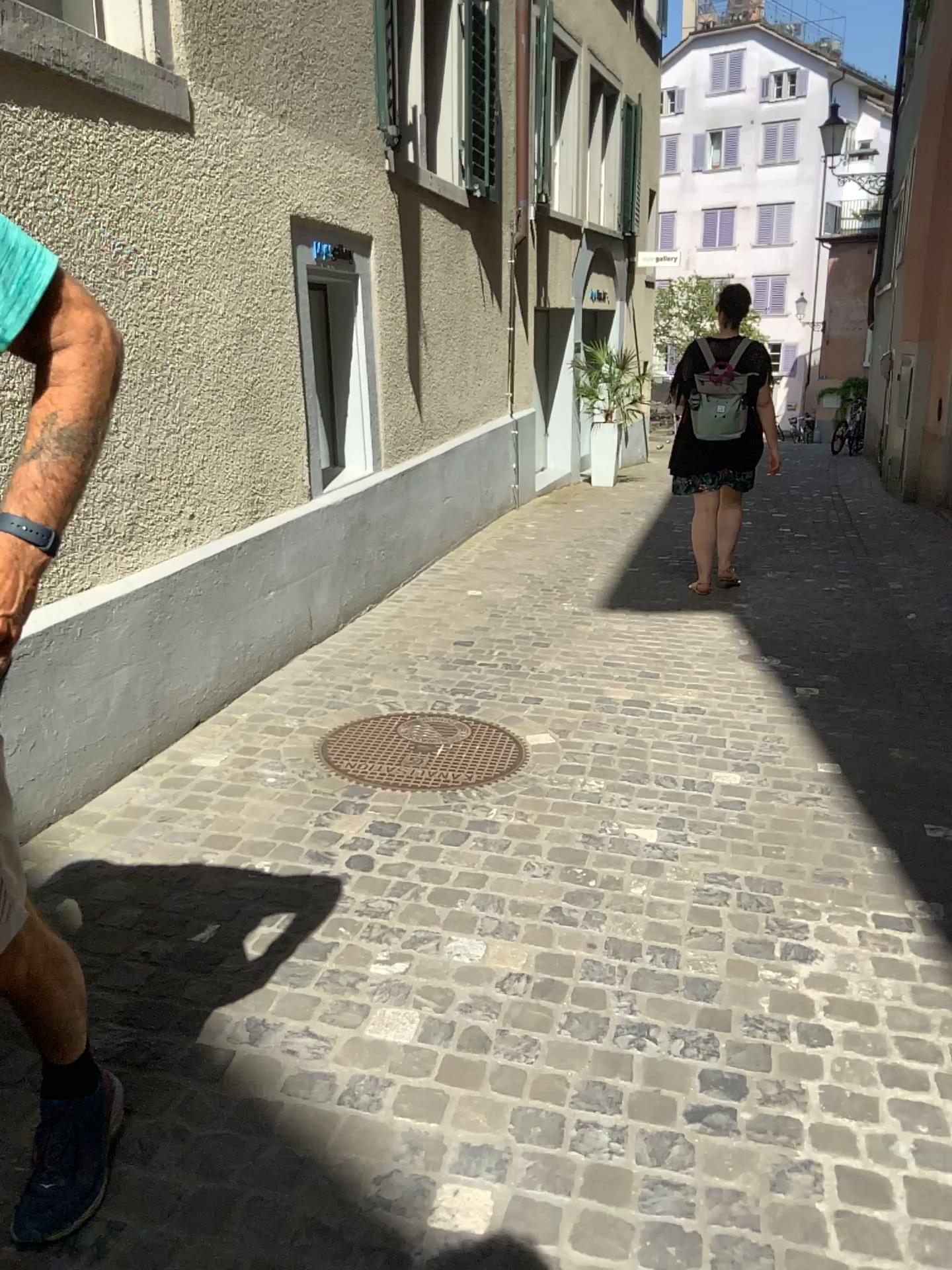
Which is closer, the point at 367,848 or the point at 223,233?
the point at 367,848

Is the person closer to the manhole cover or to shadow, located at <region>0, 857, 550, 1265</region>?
shadow, located at <region>0, 857, 550, 1265</region>

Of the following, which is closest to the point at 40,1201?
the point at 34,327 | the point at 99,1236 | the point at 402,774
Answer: the point at 99,1236

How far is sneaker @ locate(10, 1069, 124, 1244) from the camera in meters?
1.6

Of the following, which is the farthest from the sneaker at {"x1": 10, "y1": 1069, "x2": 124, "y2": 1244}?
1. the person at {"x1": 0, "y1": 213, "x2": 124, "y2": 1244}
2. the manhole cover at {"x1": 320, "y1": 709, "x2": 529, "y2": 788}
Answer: the manhole cover at {"x1": 320, "y1": 709, "x2": 529, "y2": 788}

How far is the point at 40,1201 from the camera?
1.61m

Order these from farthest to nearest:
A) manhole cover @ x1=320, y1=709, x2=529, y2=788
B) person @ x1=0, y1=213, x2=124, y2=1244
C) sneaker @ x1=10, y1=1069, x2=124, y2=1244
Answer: manhole cover @ x1=320, y1=709, x2=529, y2=788 → sneaker @ x1=10, y1=1069, x2=124, y2=1244 → person @ x1=0, y1=213, x2=124, y2=1244

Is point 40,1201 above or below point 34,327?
below

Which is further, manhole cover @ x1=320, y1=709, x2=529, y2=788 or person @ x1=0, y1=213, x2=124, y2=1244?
manhole cover @ x1=320, y1=709, x2=529, y2=788

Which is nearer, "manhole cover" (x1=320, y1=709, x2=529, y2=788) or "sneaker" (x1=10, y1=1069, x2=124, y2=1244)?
"sneaker" (x1=10, y1=1069, x2=124, y2=1244)
